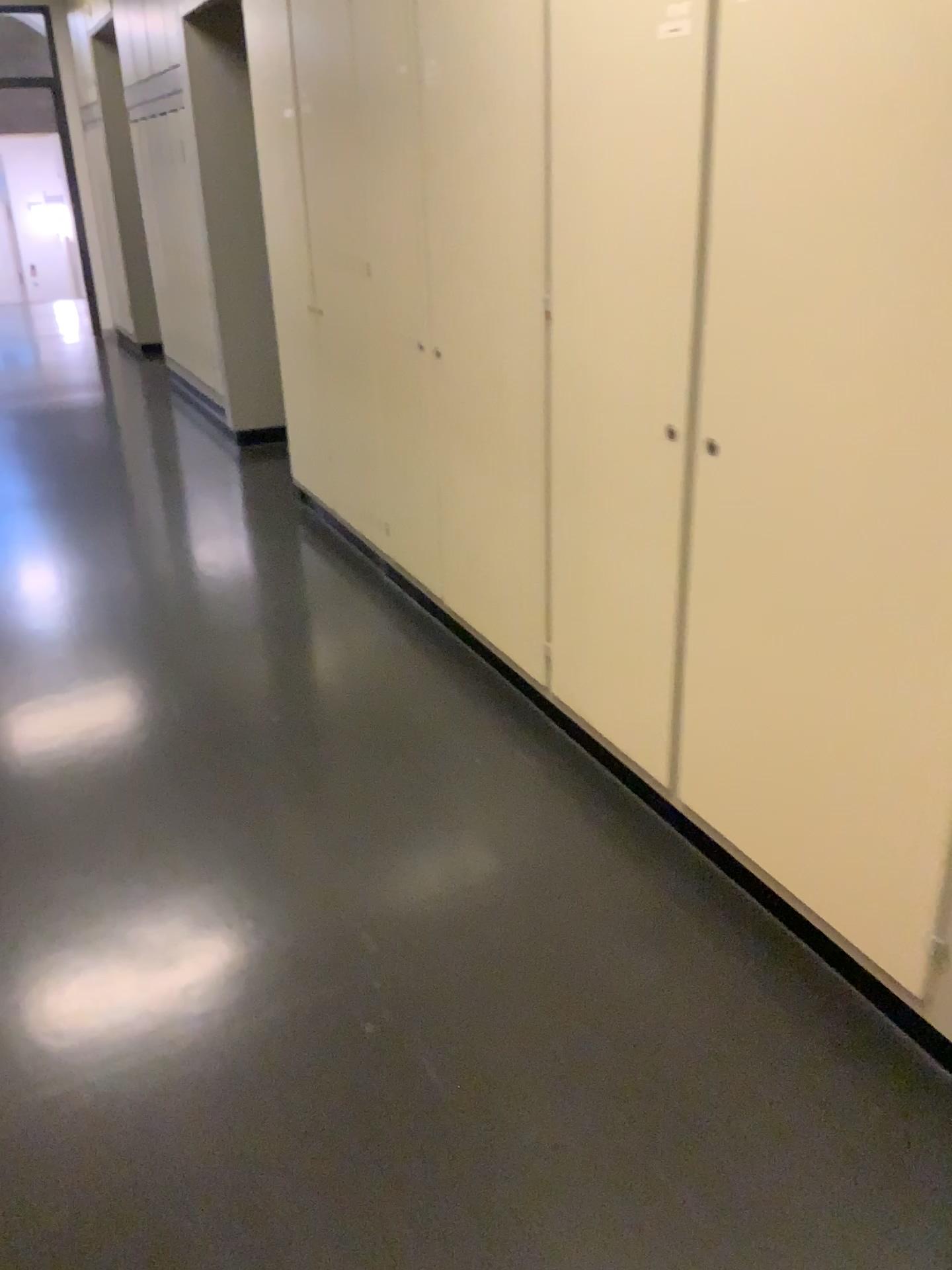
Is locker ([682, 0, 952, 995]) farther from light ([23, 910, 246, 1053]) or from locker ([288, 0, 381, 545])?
locker ([288, 0, 381, 545])

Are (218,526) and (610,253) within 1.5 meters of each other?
no

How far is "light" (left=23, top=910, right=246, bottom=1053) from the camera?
2.0m

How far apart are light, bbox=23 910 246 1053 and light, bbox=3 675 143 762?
0.8 meters

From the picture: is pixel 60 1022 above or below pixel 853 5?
below

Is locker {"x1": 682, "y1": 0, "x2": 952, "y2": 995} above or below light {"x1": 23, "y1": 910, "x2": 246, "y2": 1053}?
above

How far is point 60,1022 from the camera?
2.0 meters

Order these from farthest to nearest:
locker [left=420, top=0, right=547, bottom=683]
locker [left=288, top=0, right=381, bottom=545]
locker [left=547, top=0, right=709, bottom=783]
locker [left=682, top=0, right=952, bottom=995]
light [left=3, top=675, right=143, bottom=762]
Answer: locker [left=288, top=0, right=381, bottom=545]
light [left=3, top=675, right=143, bottom=762]
locker [left=420, top=0, right=547, bottom=683]
locker [left=547, top=0, right=709, bottom=783]
locker [left=682, top=0, right=952, bottom=995]

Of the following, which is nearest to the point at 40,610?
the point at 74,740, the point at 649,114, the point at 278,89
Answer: the point at 74,740

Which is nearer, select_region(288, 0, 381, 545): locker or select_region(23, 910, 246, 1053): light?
select_region(23, 910, 246, 1053): light
